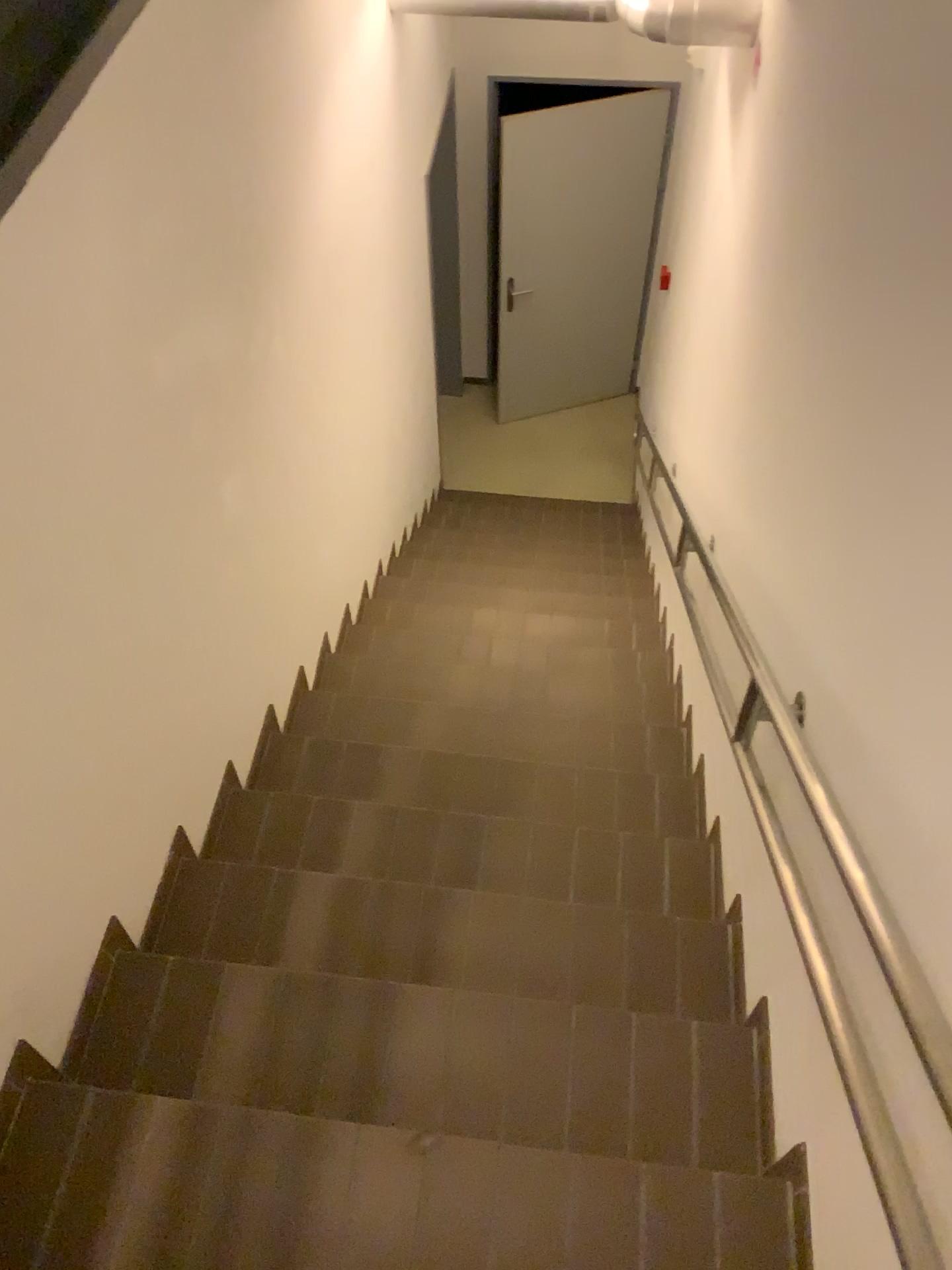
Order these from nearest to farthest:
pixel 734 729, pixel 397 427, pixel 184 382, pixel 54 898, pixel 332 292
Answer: pixel 54 898 < pixel 184 382 < pixel 734 729 < pixel 332 292 < pixel 397 427
